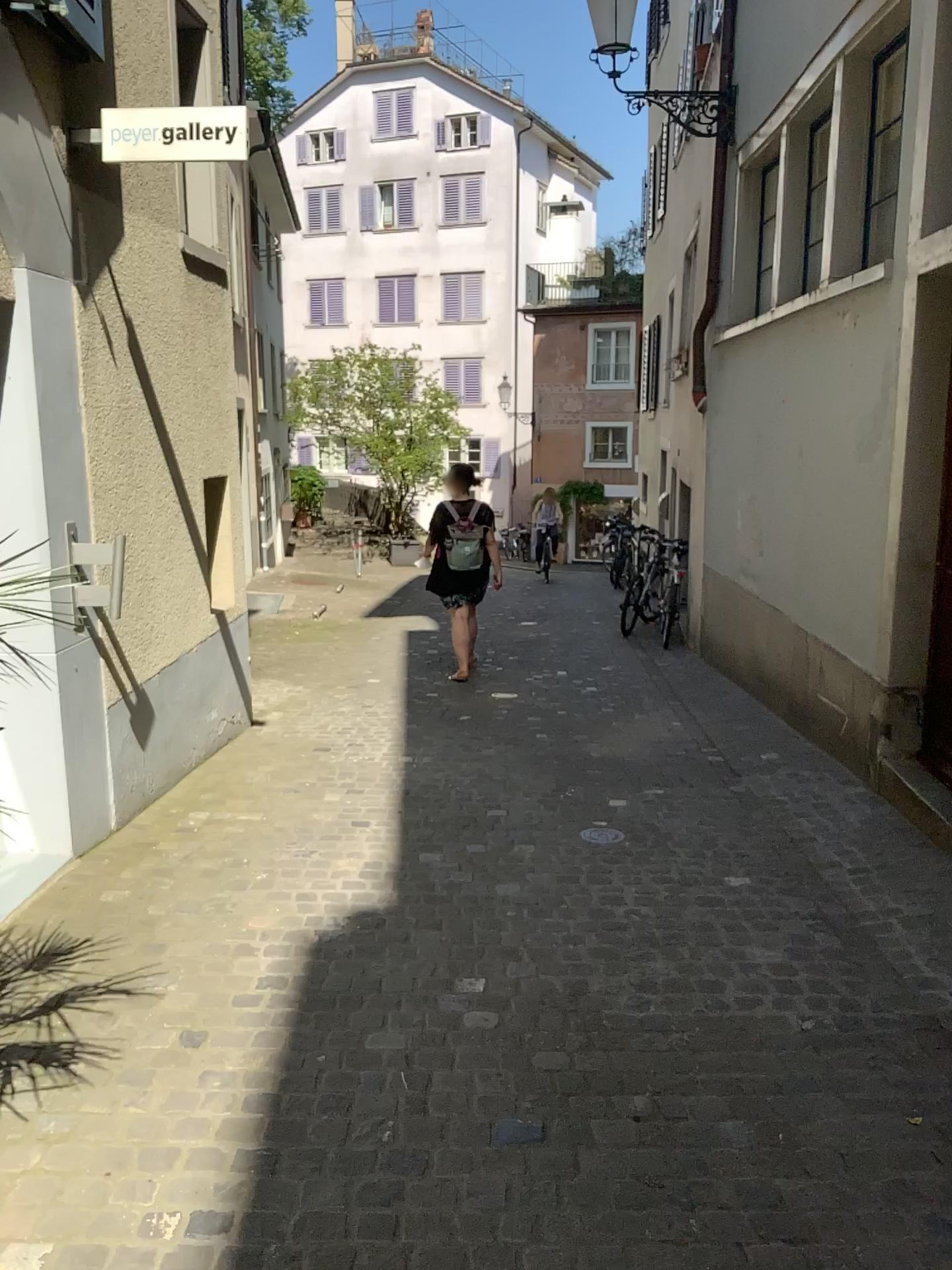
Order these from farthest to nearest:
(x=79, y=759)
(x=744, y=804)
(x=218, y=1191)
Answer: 1. (x=744, y=804)
2. (x=79, y=759)
3. (x=218, y=1191)
